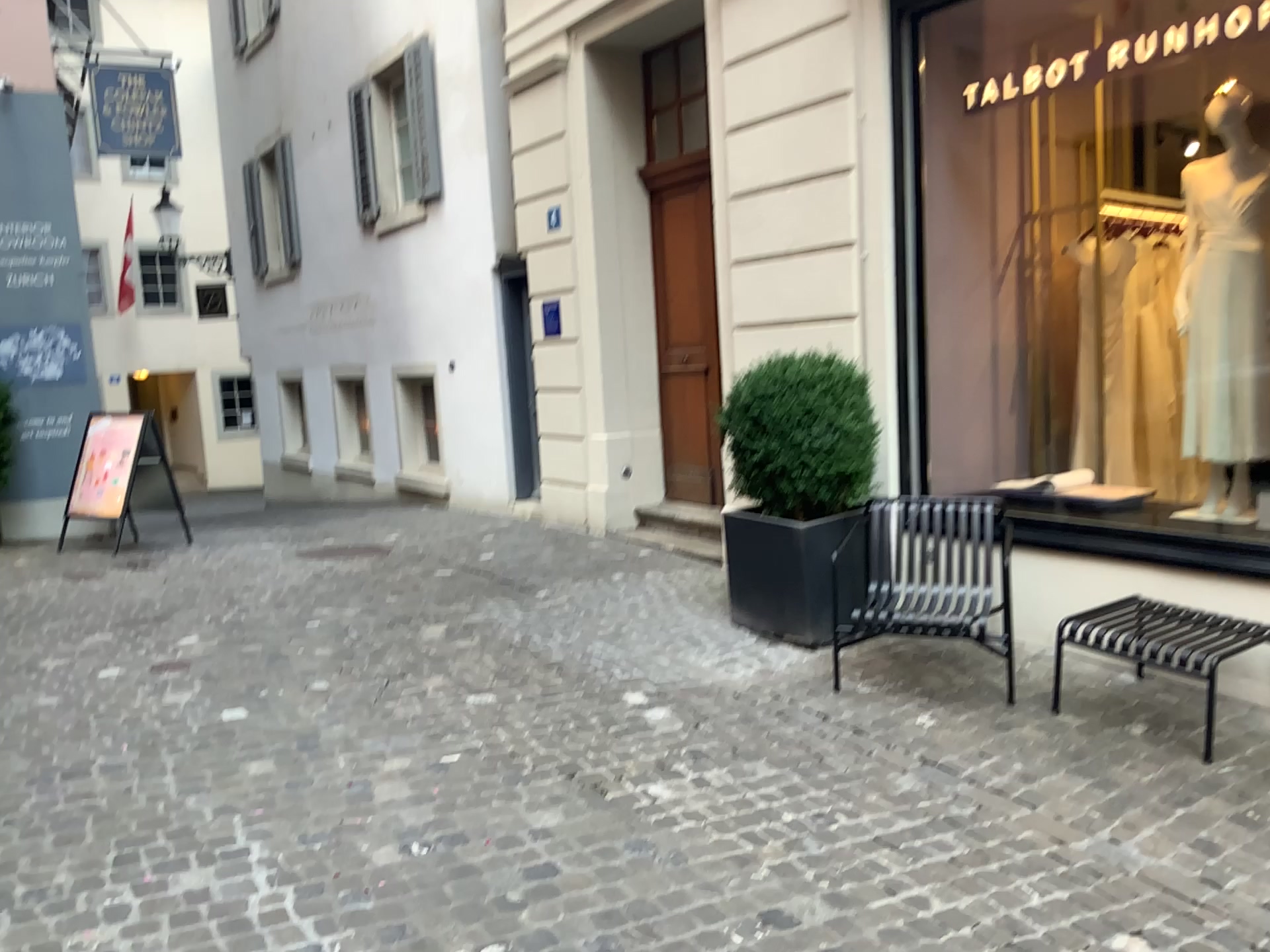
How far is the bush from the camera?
5.0m

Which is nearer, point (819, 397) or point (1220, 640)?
point (1220, 640)

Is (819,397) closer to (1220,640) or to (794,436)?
(794,436)

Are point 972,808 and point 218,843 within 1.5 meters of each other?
no

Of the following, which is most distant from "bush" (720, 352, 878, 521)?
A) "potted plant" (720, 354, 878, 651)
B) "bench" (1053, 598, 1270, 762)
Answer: "bench" (1053, 598, 1270, 762)

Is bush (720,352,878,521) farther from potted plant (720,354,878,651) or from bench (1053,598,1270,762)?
bench (1053,598,1270,762)

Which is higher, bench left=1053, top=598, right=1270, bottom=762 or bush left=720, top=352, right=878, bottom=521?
bush left=720, top=352, right=878, bottom=521

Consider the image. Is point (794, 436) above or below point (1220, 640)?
above

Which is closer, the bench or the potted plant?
the bench
